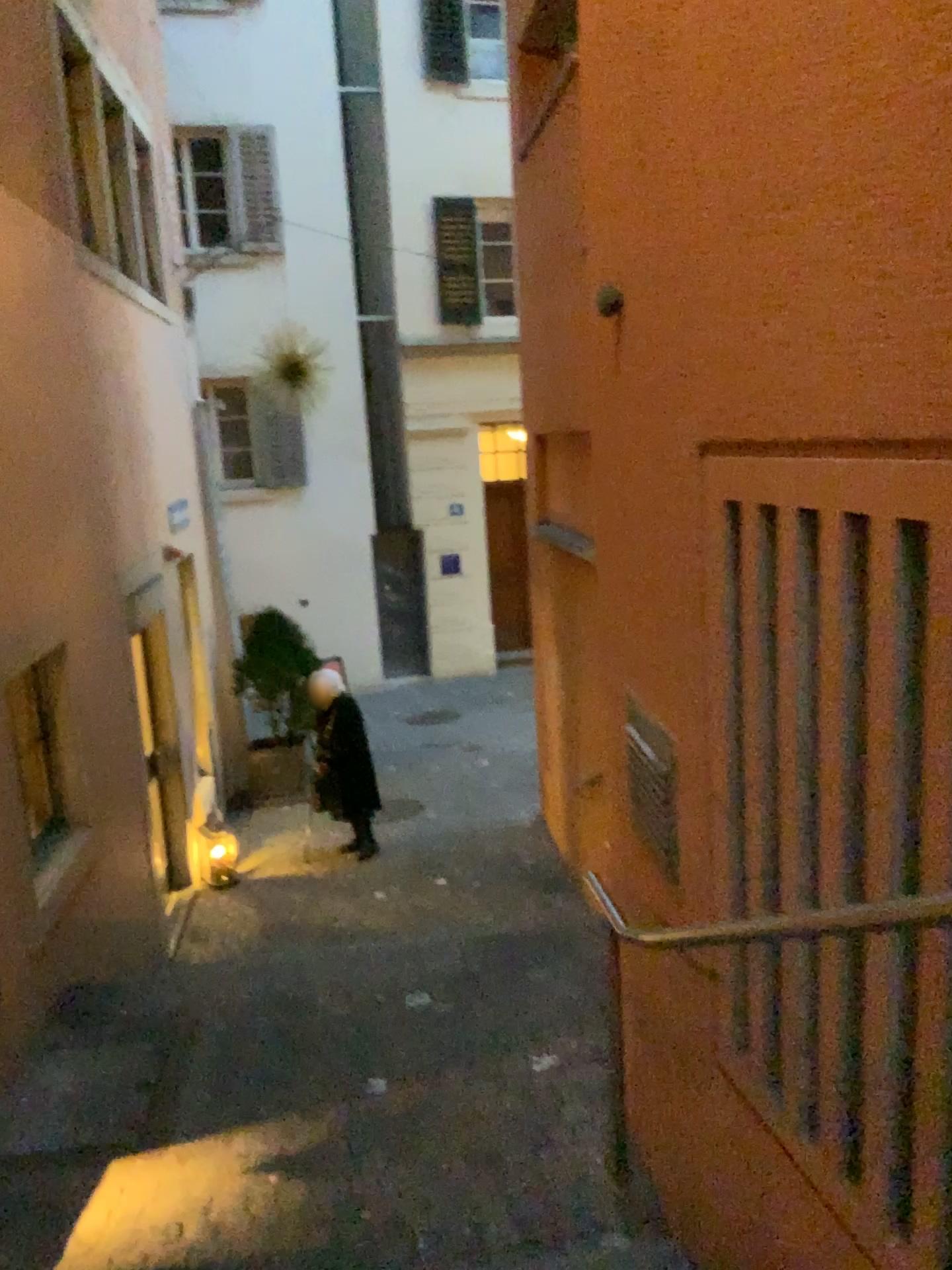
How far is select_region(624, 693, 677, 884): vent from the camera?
2.5m

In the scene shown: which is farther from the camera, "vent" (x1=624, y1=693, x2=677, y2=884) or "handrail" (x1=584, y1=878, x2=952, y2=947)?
"vent" (x1=624, y1=693, x2=677, y2=884)

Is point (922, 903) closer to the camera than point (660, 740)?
Yes

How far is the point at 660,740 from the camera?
2.5m

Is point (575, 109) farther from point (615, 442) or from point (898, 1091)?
point (898, 1091)
